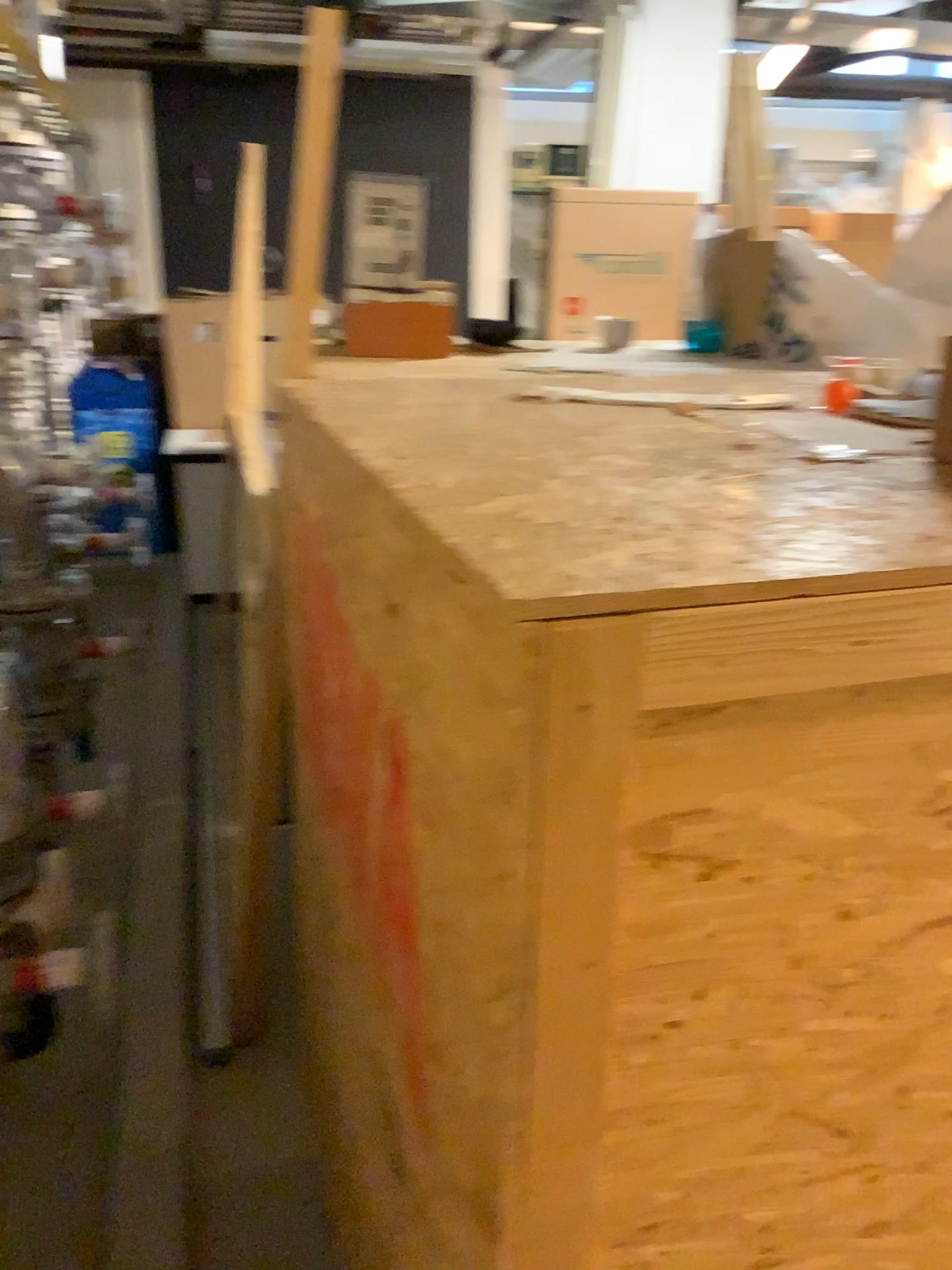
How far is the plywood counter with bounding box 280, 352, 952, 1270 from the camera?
0.7m

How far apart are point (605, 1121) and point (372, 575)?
0.48m

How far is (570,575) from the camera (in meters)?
0.65
